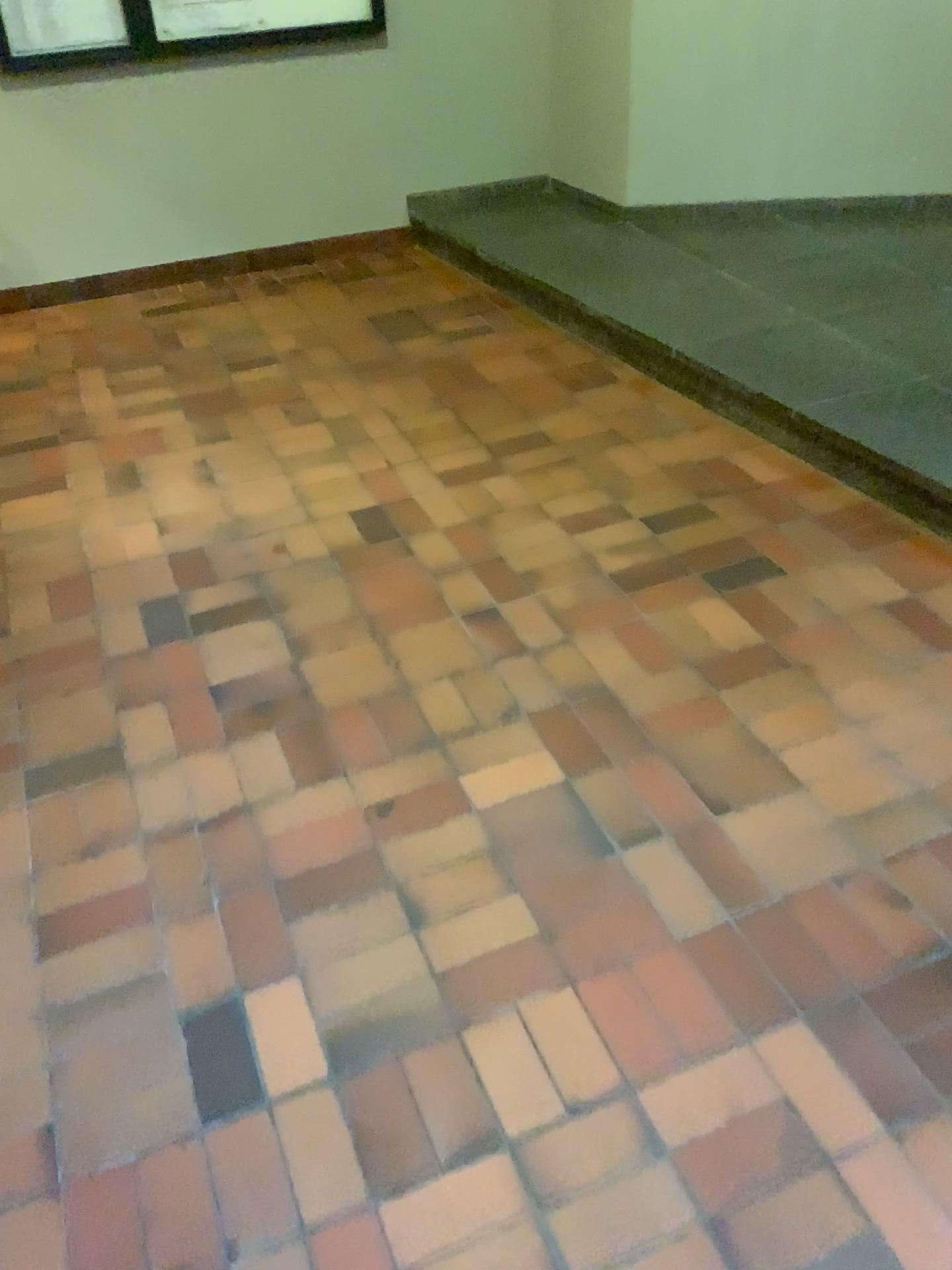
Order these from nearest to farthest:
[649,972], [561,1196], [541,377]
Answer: [561,1196], [649,972], [541,377]
